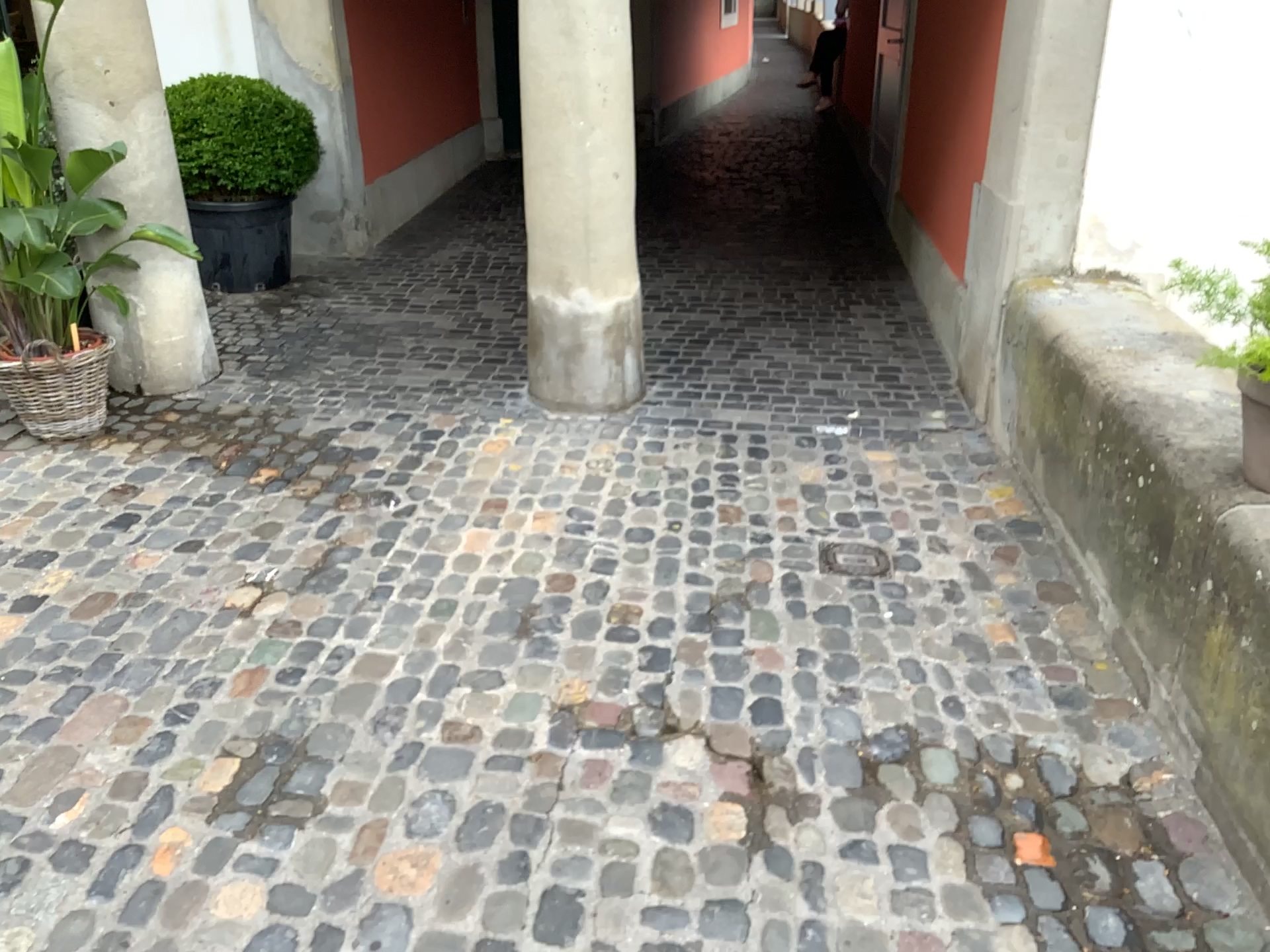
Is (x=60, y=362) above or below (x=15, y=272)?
below

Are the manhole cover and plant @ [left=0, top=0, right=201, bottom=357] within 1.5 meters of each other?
no

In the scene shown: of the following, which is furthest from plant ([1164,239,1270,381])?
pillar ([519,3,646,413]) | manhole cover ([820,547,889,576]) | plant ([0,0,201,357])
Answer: plant ([0,0,201,357])

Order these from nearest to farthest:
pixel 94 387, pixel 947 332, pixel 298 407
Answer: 1. pixel 94 387
2. pixel 298 407
3. pixel 947 332

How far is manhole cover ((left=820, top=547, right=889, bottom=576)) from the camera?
3.02m

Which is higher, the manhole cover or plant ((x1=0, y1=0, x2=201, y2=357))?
plant ((x1=0, y1=0, x2=201, y2=357))

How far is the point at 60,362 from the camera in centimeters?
360cm

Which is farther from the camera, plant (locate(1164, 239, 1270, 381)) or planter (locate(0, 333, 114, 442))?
planter (locate(0, 333, 114, 442))

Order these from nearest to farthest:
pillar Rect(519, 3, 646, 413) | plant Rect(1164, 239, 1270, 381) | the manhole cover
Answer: plant Rect(1164, 239, 1270, 381) < the manhole cover < pillar Rect(519, 3, 646, 413)

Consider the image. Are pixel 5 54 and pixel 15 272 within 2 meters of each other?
yes
